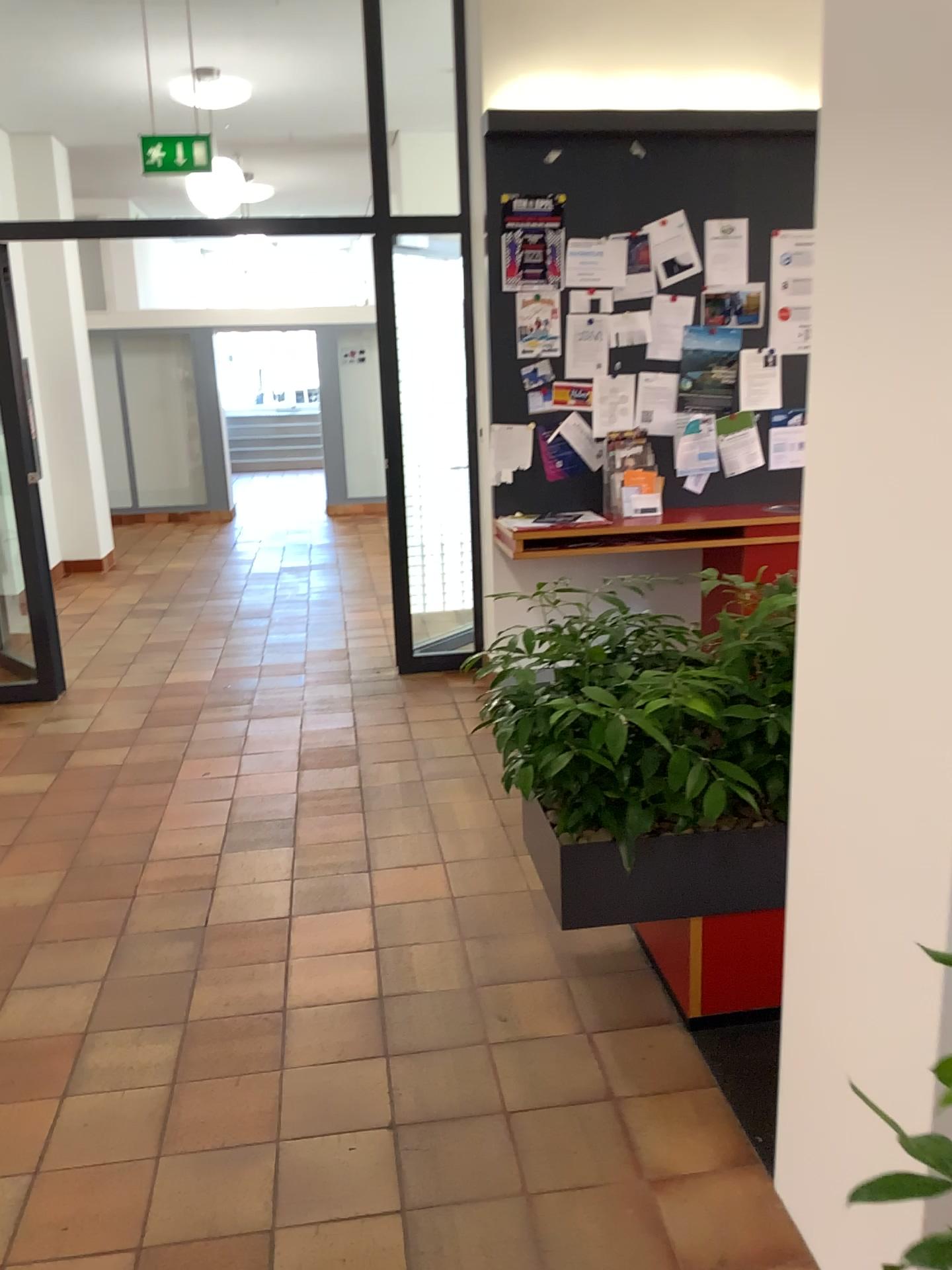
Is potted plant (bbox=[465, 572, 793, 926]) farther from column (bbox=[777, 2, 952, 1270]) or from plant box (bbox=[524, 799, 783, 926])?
column (bbox=[777, 2, 952, 1270])

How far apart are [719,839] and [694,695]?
0.36m

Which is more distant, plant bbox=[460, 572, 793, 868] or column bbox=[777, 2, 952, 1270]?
plant bbox=[460, 572, 793, 868]

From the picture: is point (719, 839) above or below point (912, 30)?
below

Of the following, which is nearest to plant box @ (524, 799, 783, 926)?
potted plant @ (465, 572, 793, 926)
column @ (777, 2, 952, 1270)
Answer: potted plant @ (465, 572, 793, 926)

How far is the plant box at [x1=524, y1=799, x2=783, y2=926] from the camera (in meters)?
2.48

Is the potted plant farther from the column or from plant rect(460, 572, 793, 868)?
the column

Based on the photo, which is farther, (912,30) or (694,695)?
(694,695)

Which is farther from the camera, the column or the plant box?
the plant box

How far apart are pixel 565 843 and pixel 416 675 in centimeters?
319cm
